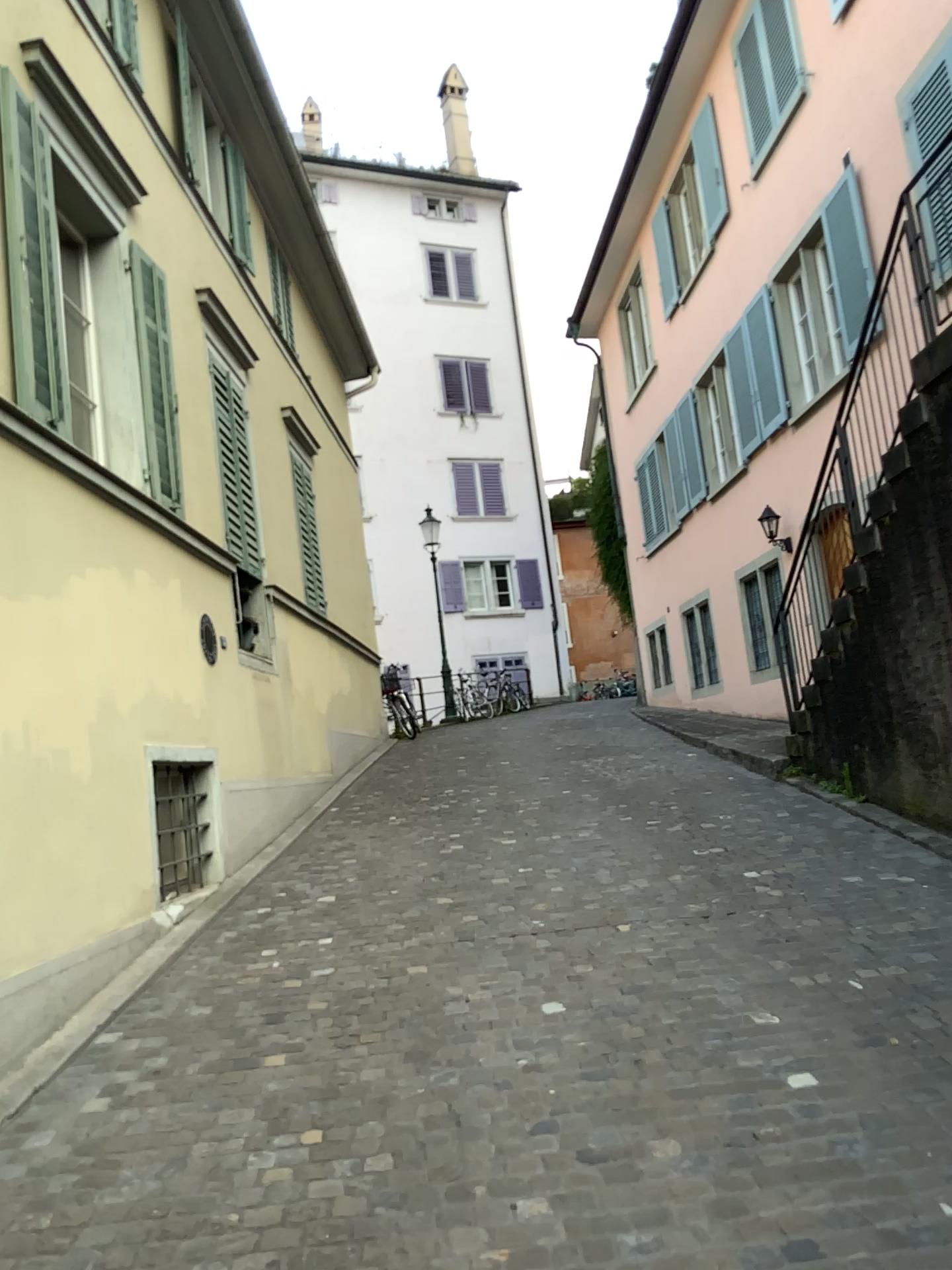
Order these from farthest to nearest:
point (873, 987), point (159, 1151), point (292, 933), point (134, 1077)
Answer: point (292, 933), point (873, 987), point (134, 1077), point (159, 1151)
